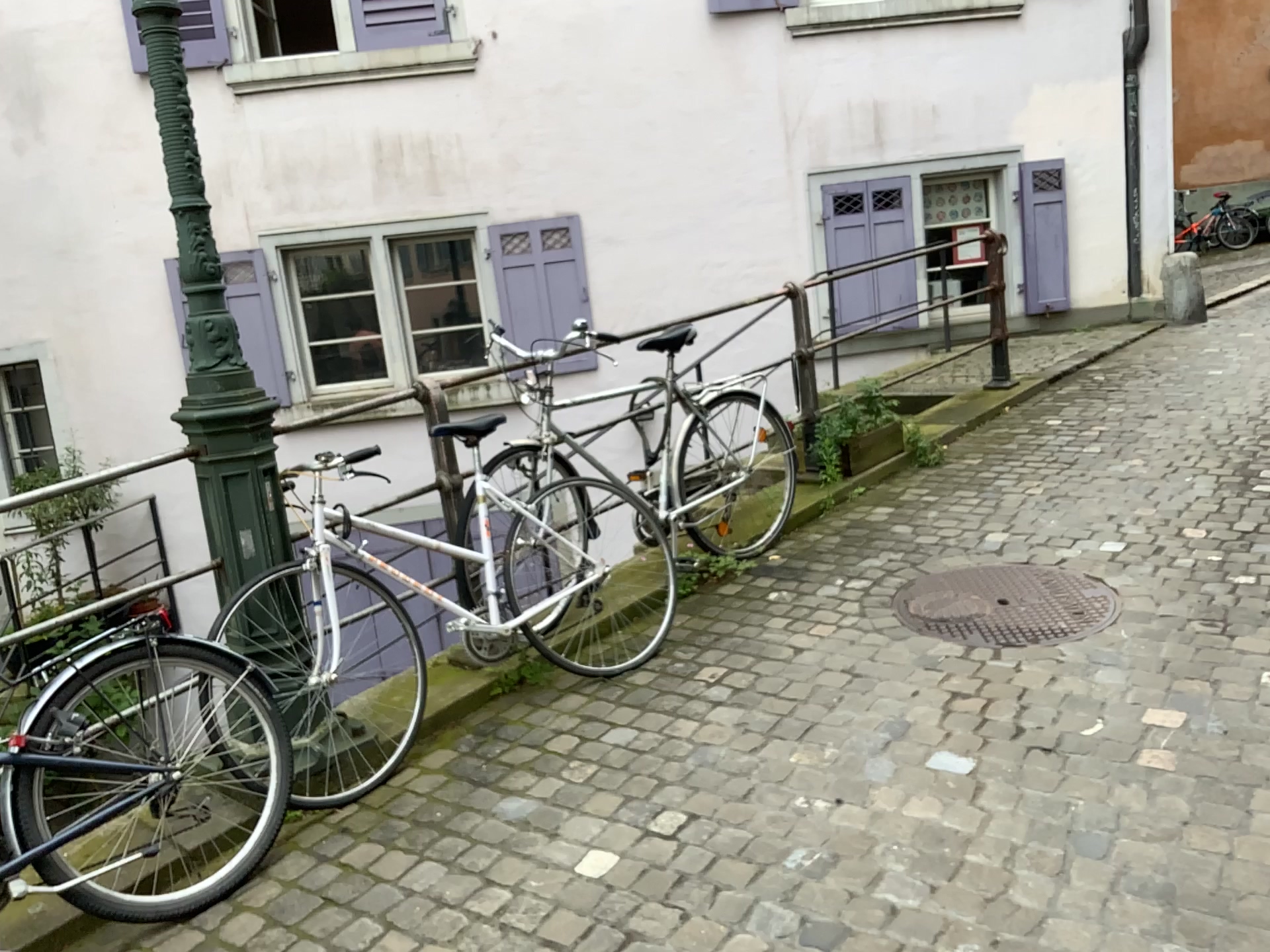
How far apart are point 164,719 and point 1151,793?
2.3m

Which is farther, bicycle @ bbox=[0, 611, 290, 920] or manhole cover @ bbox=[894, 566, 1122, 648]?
manhole cover @ bbox=[894, 566, 1122, 648]

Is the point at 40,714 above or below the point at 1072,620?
above

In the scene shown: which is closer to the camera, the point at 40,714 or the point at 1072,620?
the point at 40,714
